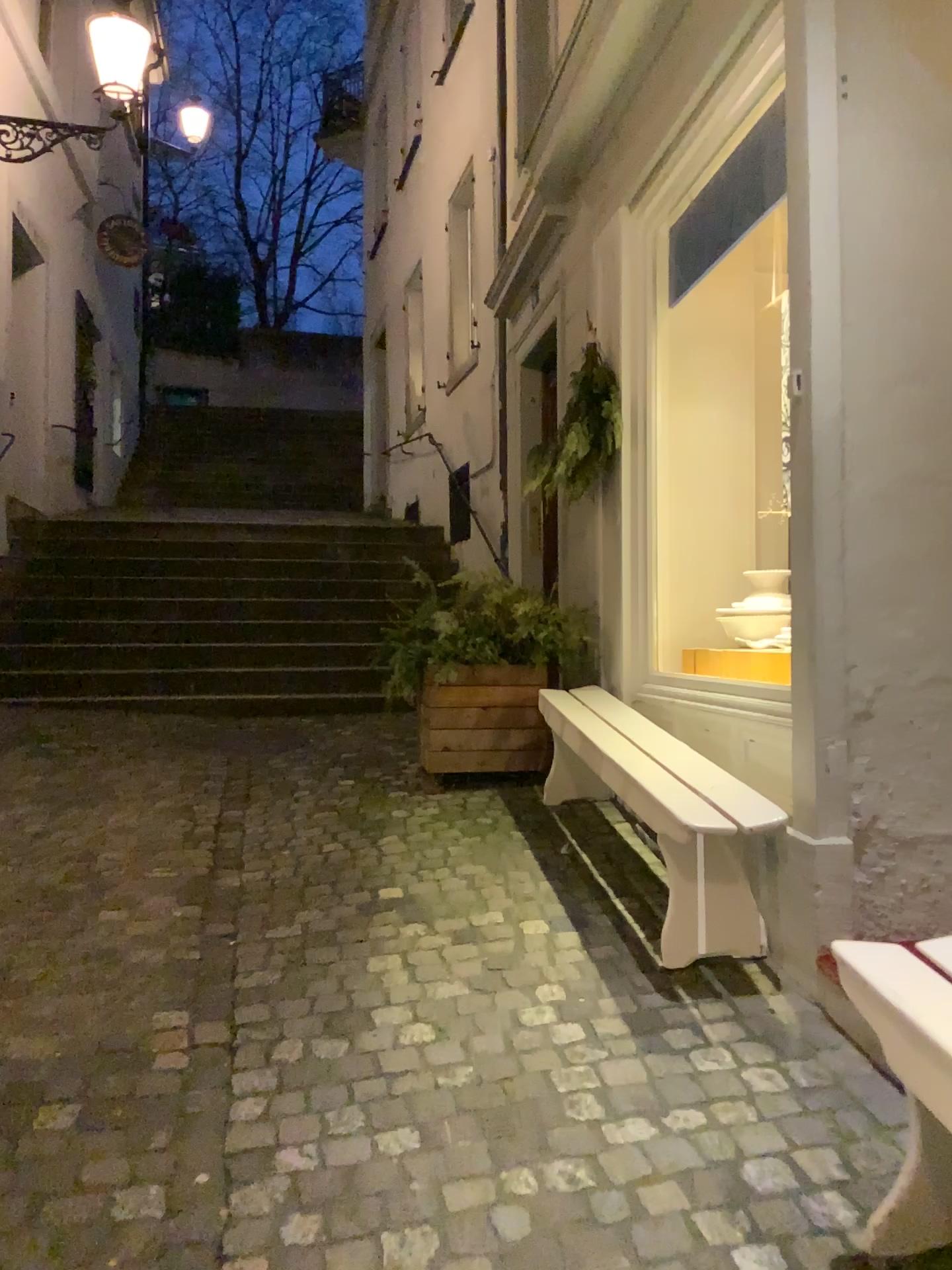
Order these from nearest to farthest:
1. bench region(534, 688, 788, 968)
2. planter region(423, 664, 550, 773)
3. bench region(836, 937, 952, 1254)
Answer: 1. bench region(836, 937, 952, 1254)
2. bench region(534, 688, 788, 968)
3. planter region(423, 664, 550, 773)

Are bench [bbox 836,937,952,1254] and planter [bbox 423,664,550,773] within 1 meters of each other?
no

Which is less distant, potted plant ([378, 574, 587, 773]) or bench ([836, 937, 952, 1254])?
bench ([836, 937, 952, 1254])

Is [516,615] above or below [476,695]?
above

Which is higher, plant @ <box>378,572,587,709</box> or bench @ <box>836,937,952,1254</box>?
plant @ <box>378,572,587,709</box>

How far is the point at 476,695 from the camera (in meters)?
4.56

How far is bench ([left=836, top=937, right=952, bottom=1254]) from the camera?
1.5m

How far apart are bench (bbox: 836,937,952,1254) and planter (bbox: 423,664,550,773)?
2.88m

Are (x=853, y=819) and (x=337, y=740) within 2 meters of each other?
no

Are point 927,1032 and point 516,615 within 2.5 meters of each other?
no
